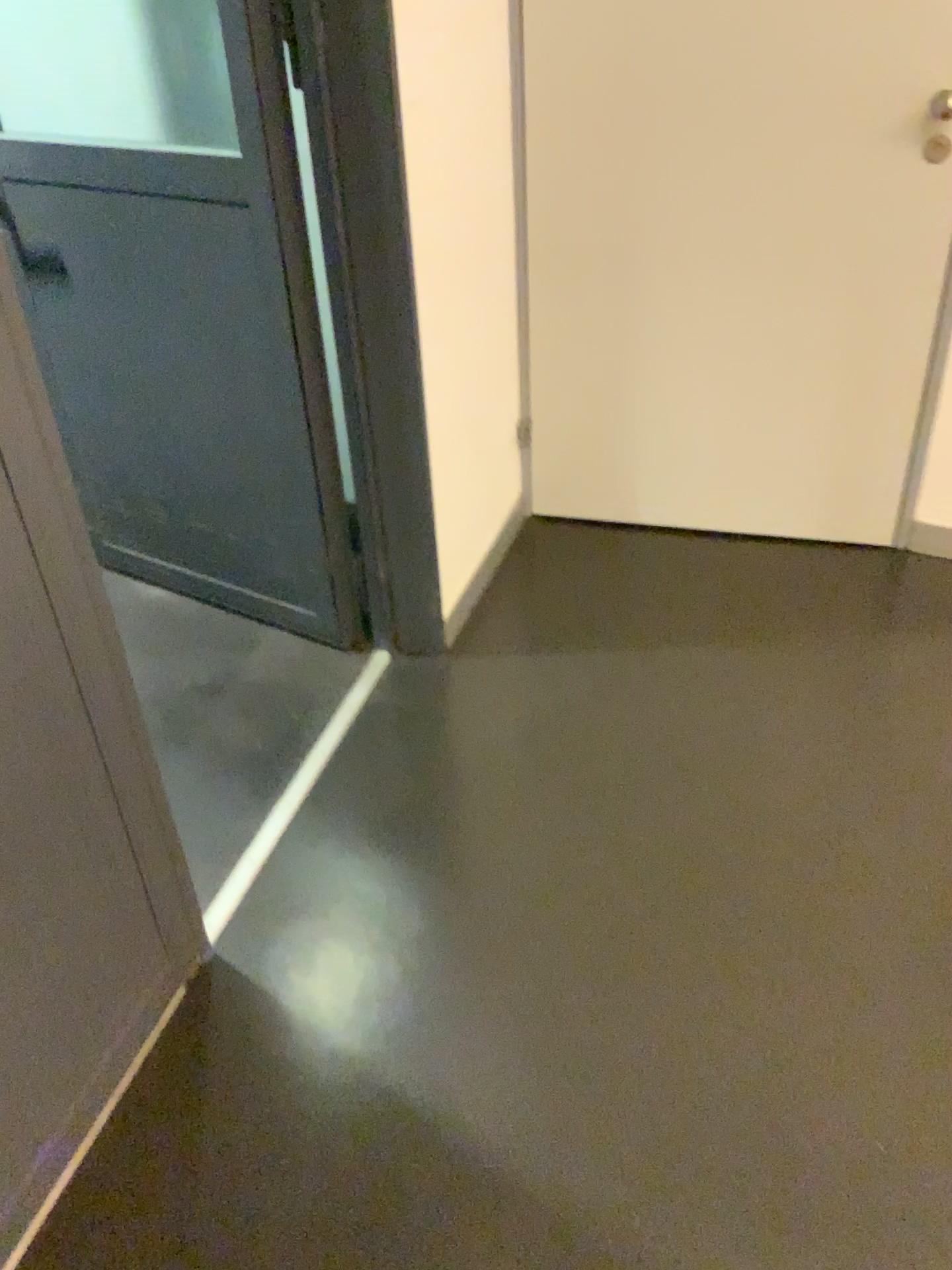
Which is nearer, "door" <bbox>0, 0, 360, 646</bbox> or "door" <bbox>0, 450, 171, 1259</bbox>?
"door" <bbox>0, 450, 171, 1259</bbox>

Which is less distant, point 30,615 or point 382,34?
point 30,615

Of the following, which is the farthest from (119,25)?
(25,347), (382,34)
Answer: (25,347)

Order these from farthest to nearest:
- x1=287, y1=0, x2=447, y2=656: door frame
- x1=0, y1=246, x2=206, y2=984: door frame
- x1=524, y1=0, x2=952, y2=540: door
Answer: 1. x1=524, y1=0, x2=952, y2=540: door
2. x1=287, y1=0, x2=447, y2=656: door frame
3. x1=0, y1=246, x2=206, y2=984: door frame

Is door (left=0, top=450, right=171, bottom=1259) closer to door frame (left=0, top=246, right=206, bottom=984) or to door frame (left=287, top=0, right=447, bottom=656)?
door frame (left=0, top=246, right=206, bottom=984)

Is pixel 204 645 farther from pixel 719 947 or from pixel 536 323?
pixel 719 947

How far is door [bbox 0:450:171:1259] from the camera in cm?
123

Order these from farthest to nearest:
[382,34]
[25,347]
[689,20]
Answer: [689,20], [382,34], [25,347]

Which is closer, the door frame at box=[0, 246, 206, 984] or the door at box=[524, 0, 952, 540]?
the door frame at box=[0, 246, 206, 984]

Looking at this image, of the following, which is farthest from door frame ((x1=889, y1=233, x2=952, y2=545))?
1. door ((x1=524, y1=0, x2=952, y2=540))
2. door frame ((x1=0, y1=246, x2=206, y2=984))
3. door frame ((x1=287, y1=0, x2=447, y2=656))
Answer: door frame ((x1=0, y1=246, x2=206, y2=984))
